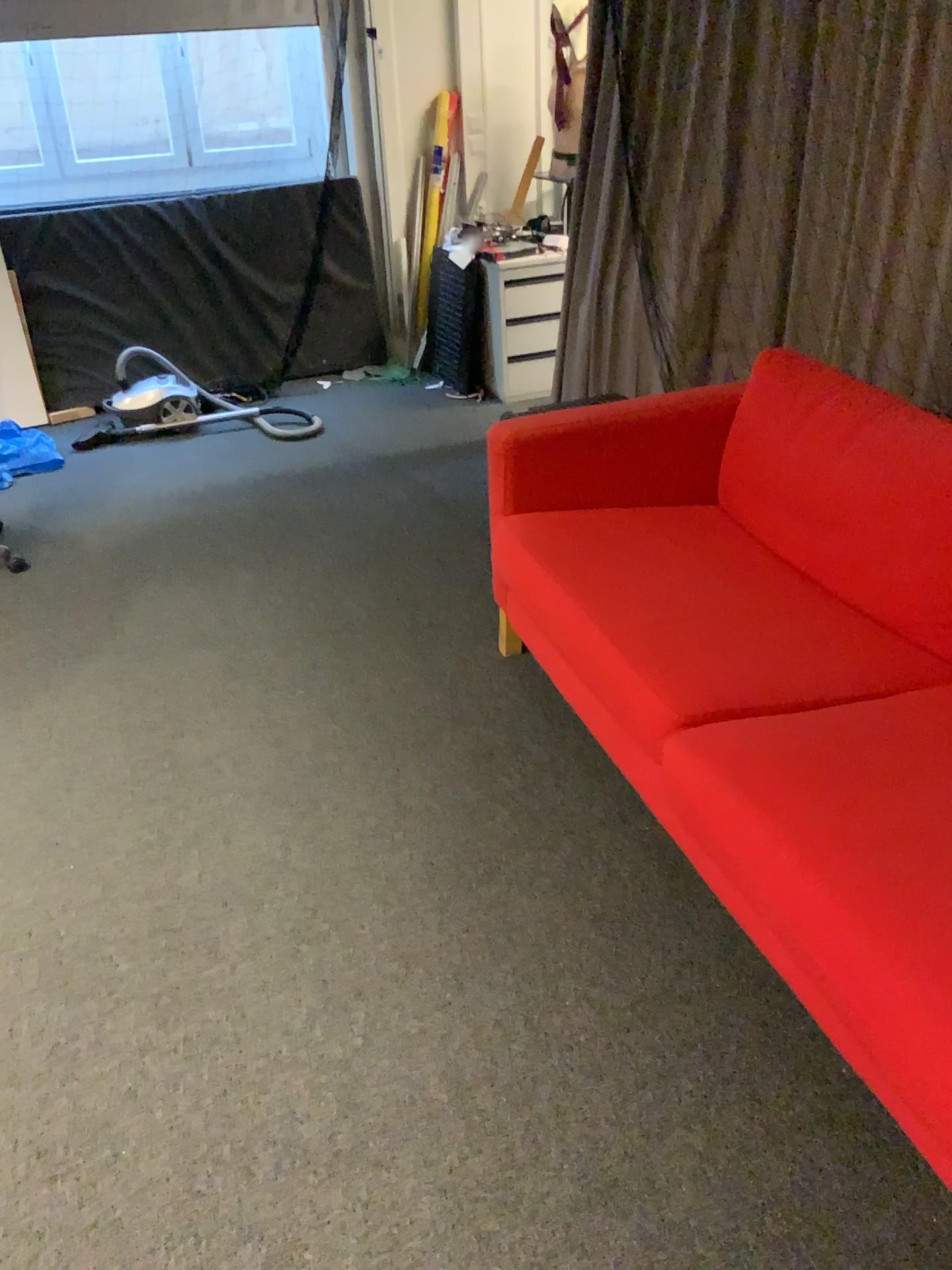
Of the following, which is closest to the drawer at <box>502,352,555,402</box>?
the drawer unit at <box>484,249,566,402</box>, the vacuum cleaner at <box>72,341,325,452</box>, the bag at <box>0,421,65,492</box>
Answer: the drawer unit at <box>484,249,566,402</box>

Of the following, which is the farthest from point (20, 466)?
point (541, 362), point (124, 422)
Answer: point (541, 362)

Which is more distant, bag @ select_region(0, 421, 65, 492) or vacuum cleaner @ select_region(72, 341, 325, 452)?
vacuum cleaner @ select_region(72, 341, 325, 452)

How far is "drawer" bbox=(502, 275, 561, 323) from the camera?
4.4 meters

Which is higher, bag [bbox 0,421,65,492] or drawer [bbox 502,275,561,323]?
drawer [bbox 502,275,561,323]

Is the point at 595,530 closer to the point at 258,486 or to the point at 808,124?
the point at 808,124

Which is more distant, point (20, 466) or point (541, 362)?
point (541, 362)

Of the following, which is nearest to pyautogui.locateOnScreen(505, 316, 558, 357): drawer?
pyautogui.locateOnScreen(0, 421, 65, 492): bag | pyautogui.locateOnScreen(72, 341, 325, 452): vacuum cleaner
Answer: pyautogui.locateOnScreen(72, 341, 325, 452): vacuum cleaner

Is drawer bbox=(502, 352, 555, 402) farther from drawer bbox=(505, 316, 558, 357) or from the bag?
the bag

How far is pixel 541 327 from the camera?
4.55m
